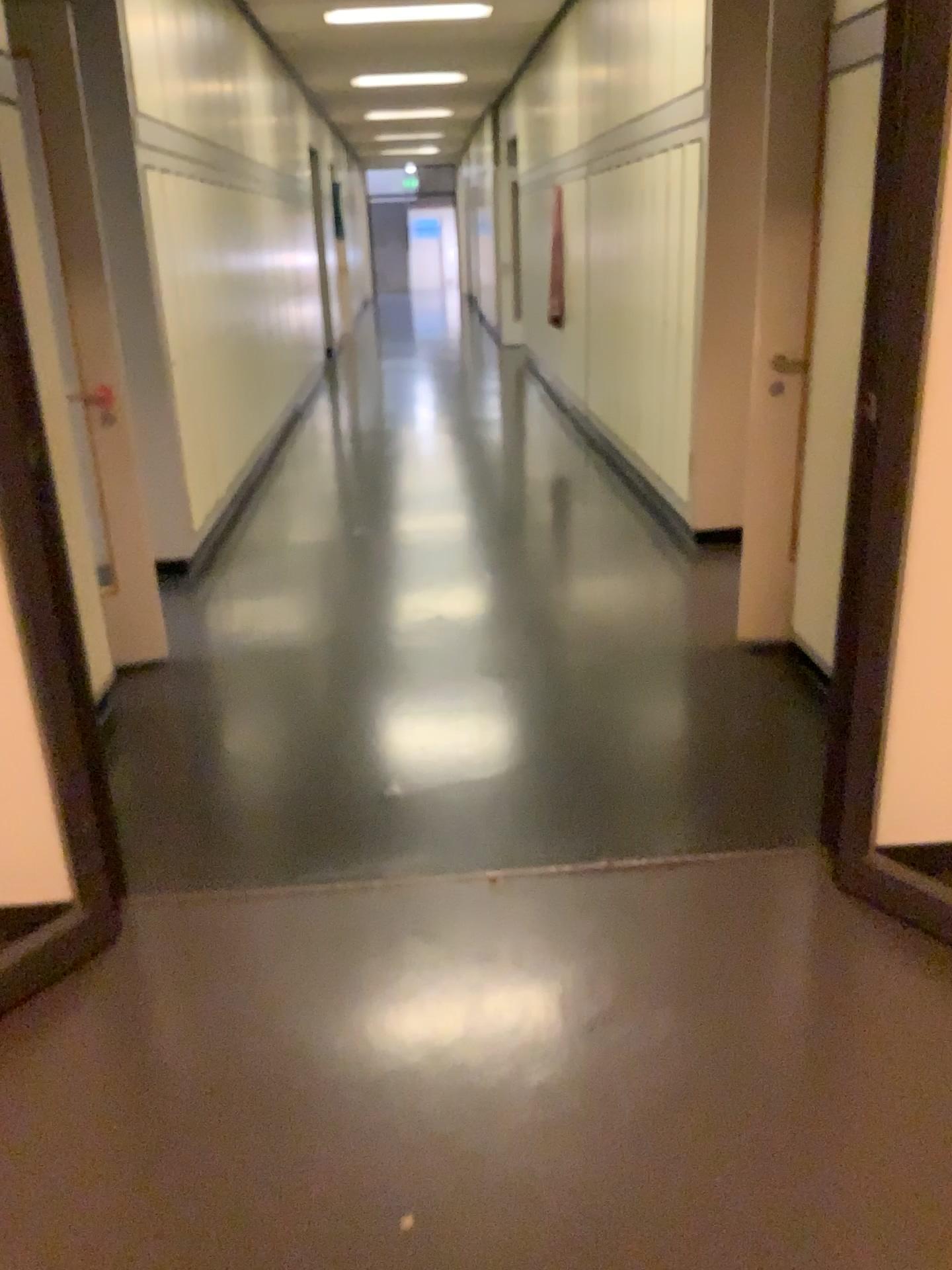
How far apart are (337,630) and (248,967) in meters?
2.0

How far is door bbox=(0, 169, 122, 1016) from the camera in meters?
2.2

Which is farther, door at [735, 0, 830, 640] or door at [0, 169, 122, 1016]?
door at [735, 0, 830, 640]

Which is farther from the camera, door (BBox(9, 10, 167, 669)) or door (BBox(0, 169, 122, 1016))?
door (BBox(9, 10, 167, 669))

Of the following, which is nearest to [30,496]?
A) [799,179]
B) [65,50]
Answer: [65,50]

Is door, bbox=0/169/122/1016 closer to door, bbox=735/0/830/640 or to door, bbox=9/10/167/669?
door, bbox=9/10/167/669

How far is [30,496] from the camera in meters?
2.2

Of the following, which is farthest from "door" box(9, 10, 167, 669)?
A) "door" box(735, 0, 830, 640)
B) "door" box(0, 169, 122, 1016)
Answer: "door" box(735, 0, 830, 640)

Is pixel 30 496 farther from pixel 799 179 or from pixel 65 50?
pixel 799 179
